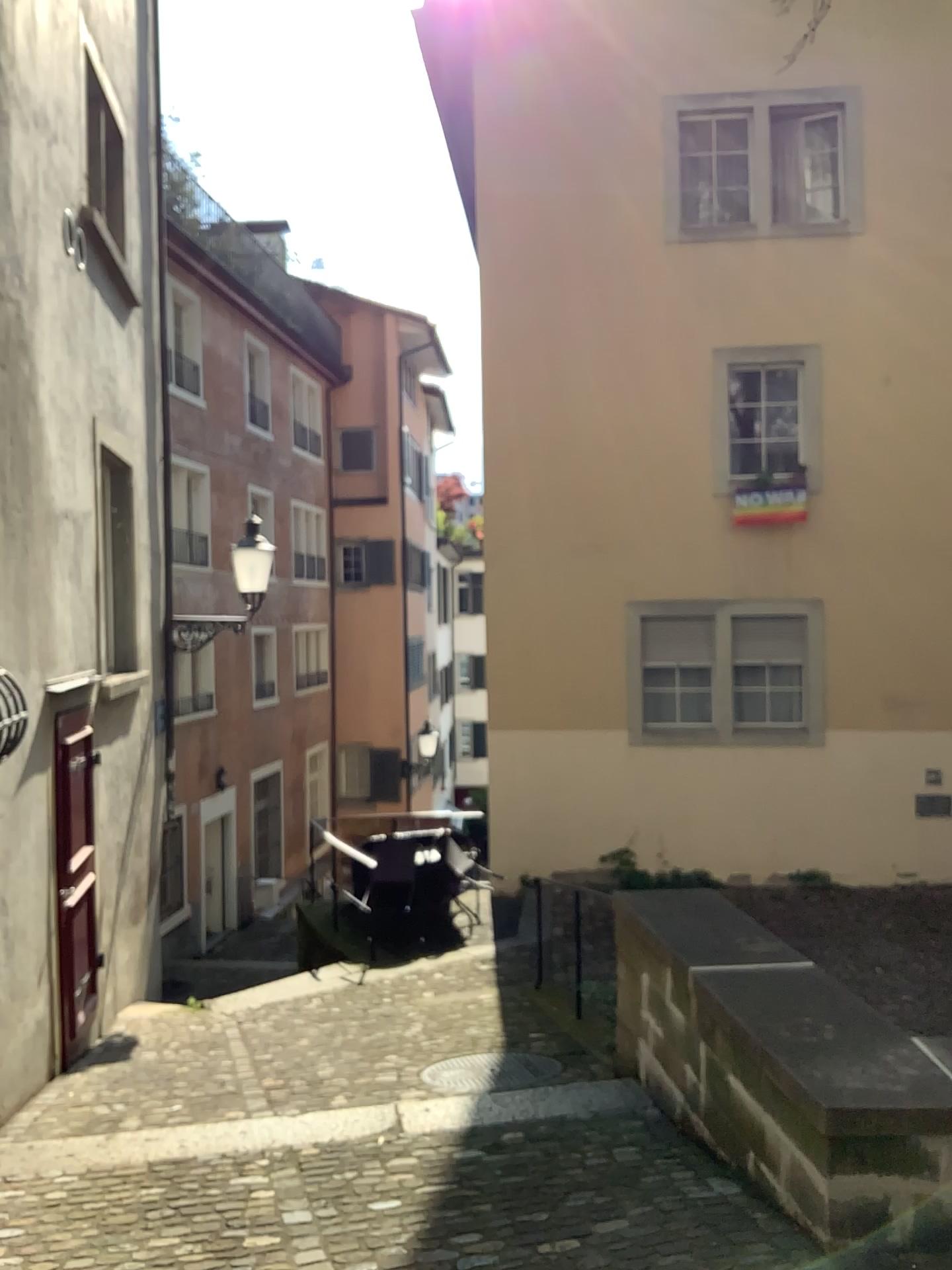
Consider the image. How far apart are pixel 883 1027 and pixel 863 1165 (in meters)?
0.56
